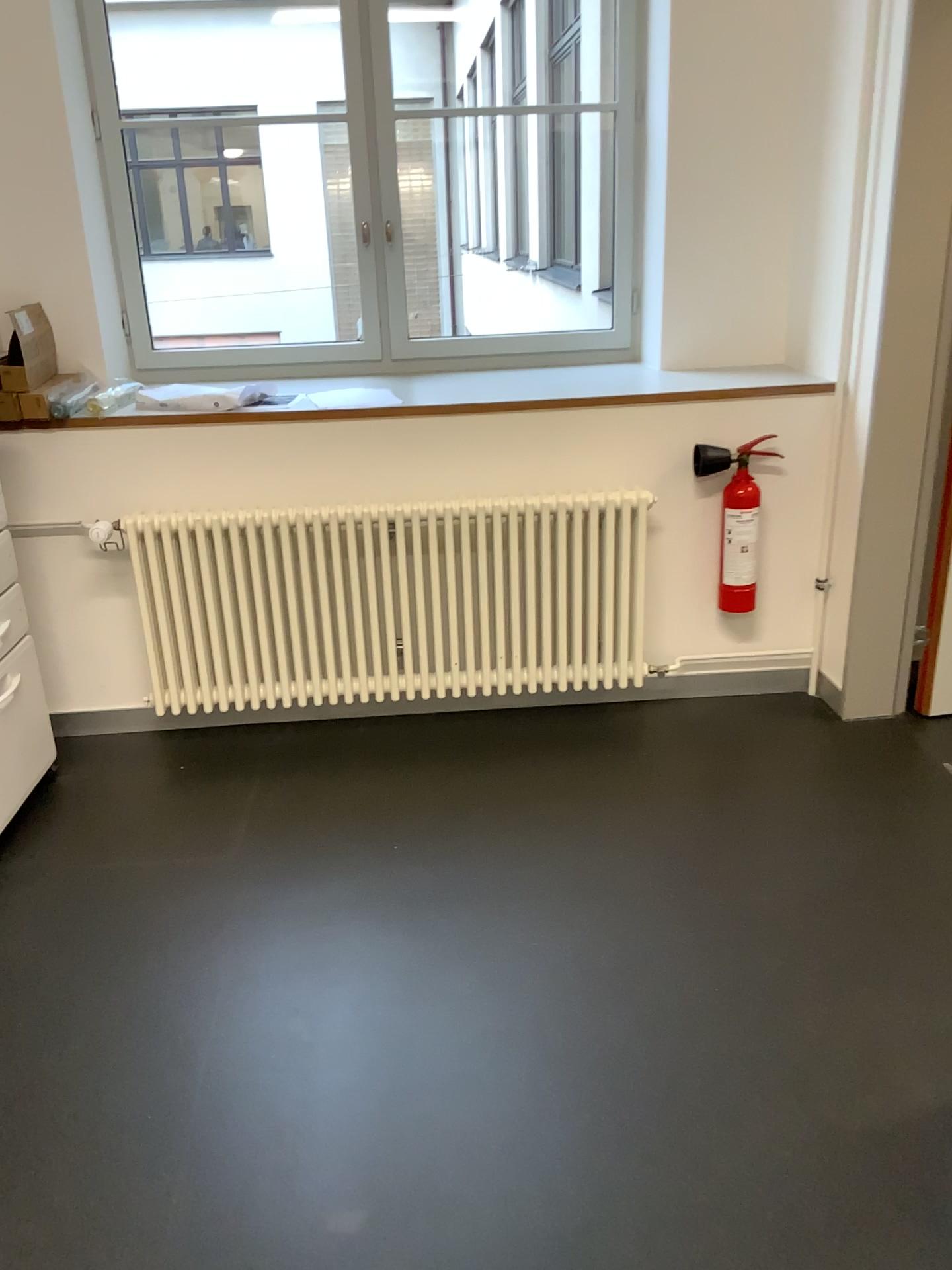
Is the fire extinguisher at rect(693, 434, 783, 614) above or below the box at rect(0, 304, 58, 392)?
below

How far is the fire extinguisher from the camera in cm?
310

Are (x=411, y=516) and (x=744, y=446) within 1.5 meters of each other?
yes

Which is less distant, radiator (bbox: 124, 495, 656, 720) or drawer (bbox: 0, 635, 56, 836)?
drawer (bbox: 0, 635, 56, 836)

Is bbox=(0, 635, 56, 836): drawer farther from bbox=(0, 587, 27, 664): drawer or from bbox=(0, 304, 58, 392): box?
bbox=(0, 304, 58, 392): box

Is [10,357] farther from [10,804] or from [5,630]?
[10,804]

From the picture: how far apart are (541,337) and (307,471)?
1.1m

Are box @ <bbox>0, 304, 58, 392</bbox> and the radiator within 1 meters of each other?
yes

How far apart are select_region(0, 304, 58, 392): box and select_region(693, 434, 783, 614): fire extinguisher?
1.9m

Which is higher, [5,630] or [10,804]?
[5,630]
